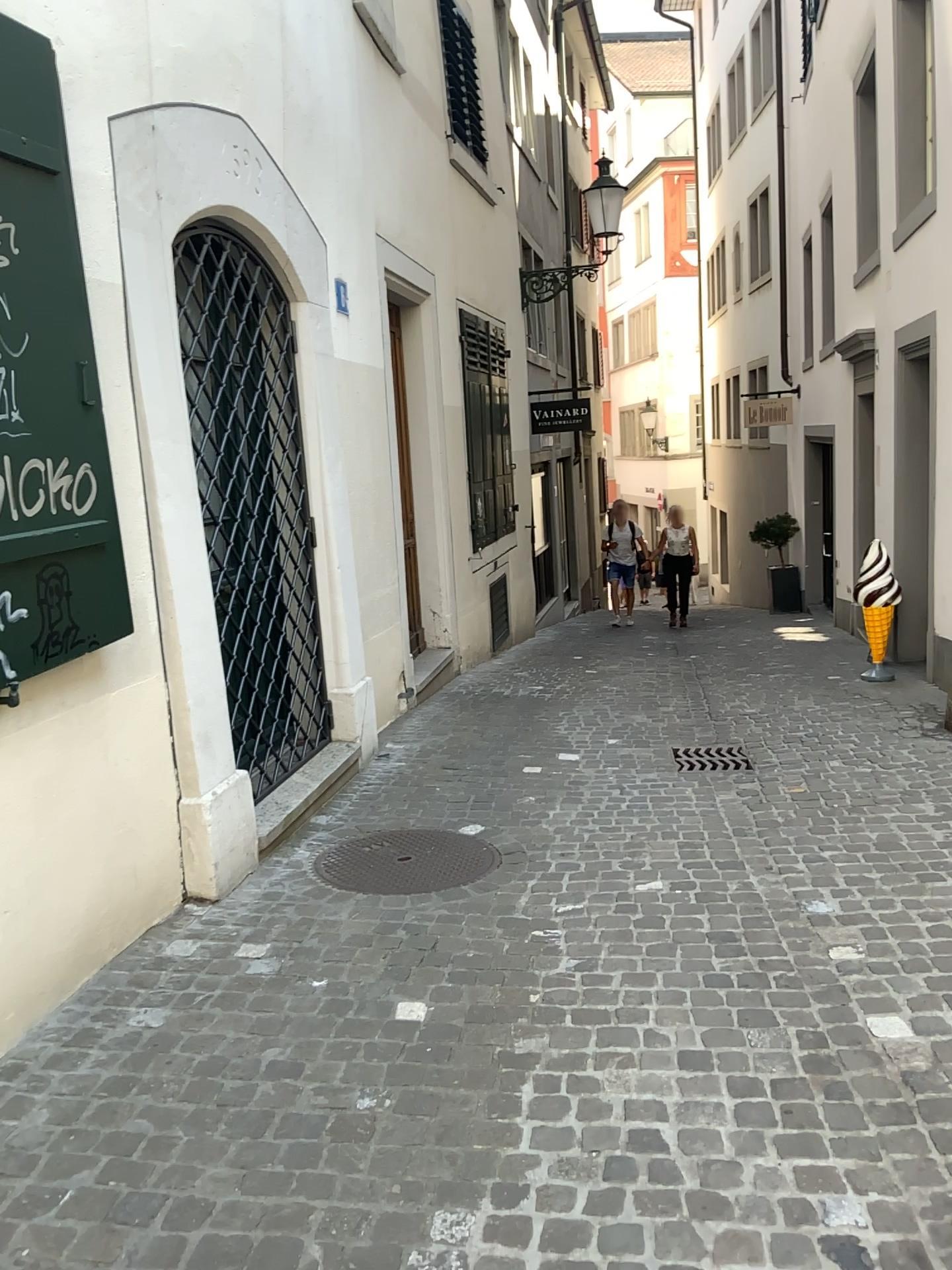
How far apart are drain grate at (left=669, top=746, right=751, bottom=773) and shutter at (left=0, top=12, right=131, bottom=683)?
3.0m

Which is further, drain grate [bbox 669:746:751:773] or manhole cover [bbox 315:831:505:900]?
drain grate [bbox 669:746:751:773]

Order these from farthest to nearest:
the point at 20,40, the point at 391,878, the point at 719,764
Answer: the point at 719,764, the point at 391,878, the point at 20,40

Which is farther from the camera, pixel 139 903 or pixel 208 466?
pixel 208 466

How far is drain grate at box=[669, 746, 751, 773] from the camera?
5.1 meters

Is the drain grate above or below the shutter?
below

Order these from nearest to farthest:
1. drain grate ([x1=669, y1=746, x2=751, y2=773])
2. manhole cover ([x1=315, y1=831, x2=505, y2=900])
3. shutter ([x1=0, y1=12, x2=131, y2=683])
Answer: shutter ([x1=0, y1=12, x2=131, y2=683]) → manhole cover ([x1=315, y1=831, x2=505, y2=900]) → drain grate ([x1=669, y1=746, x2=751, y2=773])

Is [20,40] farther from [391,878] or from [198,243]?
[391,878]

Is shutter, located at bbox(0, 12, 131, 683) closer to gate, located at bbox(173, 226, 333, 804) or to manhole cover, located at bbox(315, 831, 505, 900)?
gate, located at bbox(173, 226, 333, 804)

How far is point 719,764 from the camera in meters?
5.1
